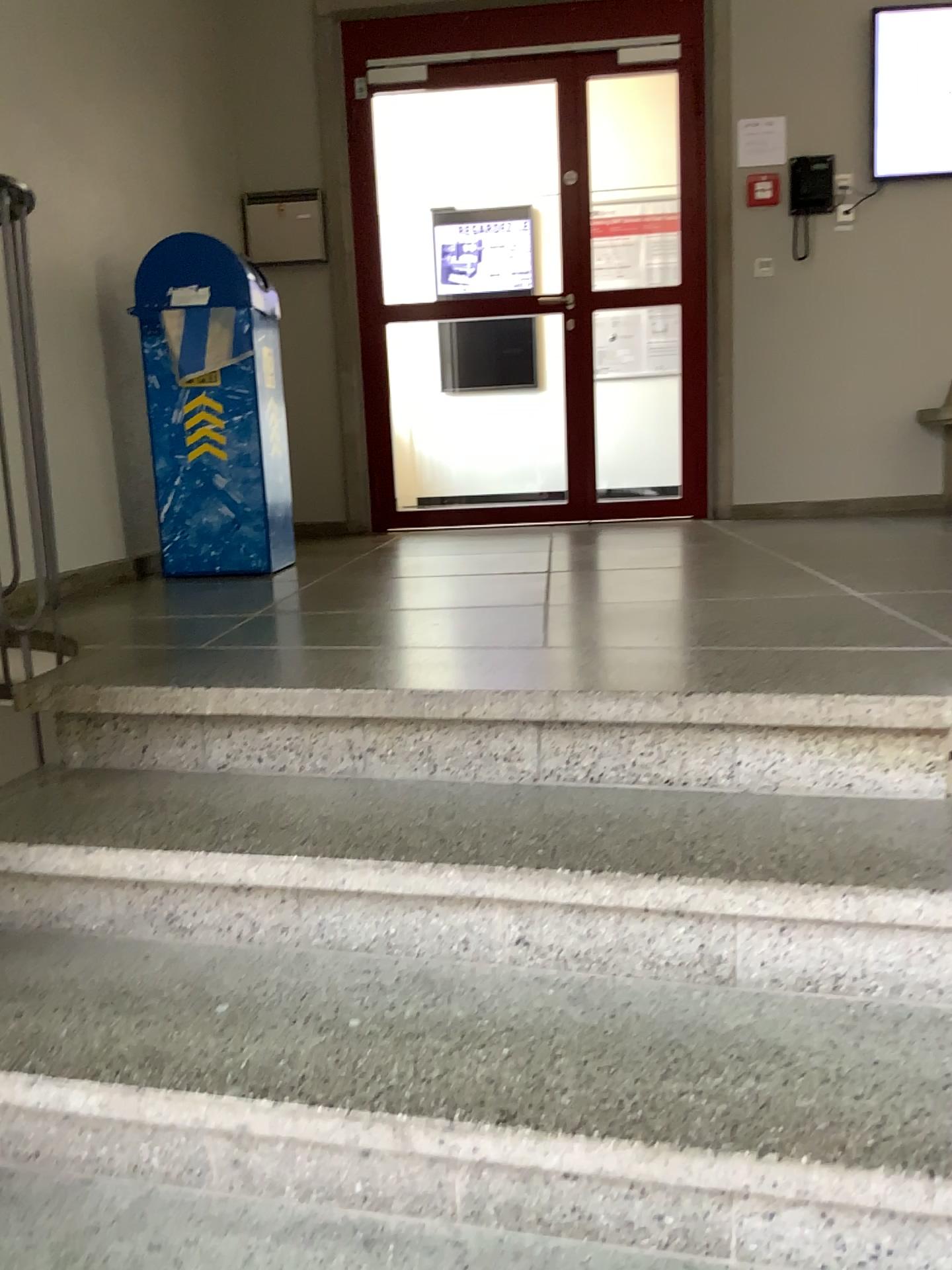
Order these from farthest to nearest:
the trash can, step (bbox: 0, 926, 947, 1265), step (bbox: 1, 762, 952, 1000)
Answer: the trash can
step (bbox: 1, 762, 952, 1000)
step (bbox: 0, 926, 947, 1265)

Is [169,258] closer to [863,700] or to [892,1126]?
[863,700]

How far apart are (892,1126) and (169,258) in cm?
318

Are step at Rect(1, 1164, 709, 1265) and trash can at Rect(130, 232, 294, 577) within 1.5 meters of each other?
no

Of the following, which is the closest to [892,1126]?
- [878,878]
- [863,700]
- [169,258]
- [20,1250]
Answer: [878,878]

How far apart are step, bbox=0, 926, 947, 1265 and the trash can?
2.0 meters

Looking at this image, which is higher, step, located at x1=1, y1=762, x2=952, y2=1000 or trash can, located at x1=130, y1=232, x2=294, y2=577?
trash can, located at x1=130, y1=232, x2=294, y2=577

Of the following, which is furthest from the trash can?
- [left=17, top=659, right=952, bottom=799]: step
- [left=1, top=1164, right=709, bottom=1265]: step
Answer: [left=1, top=1164, right=709, bottom=1265]: step

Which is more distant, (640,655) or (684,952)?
(640,655)

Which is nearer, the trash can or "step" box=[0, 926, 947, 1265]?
"step" box=[0, 926, 947, 1265]
